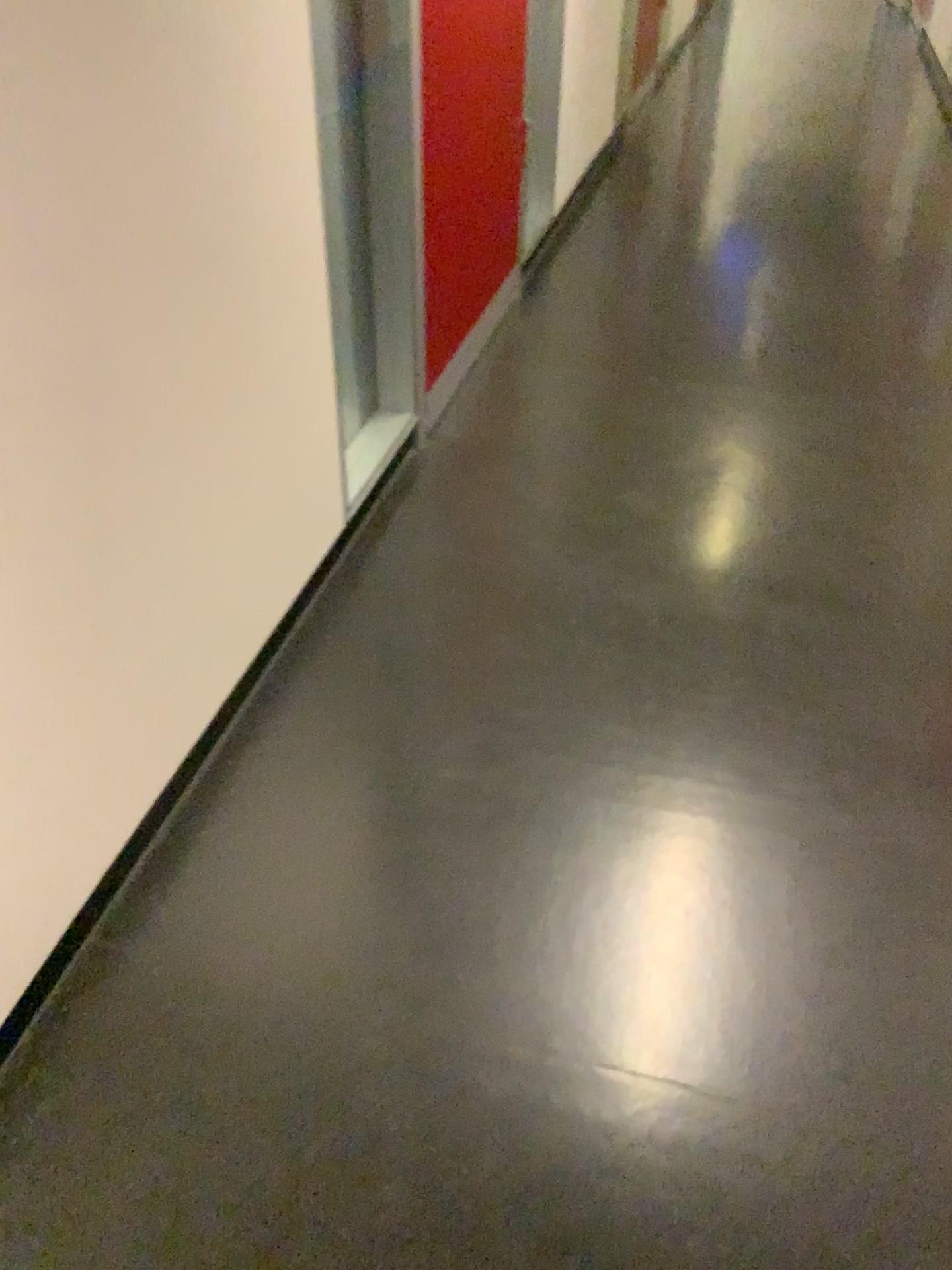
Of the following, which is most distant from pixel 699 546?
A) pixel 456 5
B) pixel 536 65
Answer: pixel 536 65

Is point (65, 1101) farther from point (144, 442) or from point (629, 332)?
point (629, 332)

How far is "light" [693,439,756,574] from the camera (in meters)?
2.13

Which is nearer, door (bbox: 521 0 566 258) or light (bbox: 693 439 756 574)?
light (bbox: 693 439 756 574)

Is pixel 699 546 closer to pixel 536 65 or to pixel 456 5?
pixel 456 5

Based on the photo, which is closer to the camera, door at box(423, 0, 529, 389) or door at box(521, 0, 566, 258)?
door at box(423, 0, 529, 389)

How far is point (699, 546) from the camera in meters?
2.1

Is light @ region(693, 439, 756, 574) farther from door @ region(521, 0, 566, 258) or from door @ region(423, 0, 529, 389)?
door @ region(521, 0, 566, 258)

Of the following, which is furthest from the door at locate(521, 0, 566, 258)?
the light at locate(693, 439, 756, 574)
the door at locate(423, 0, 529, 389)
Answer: the light at locate(693, 439, 756, 574)
